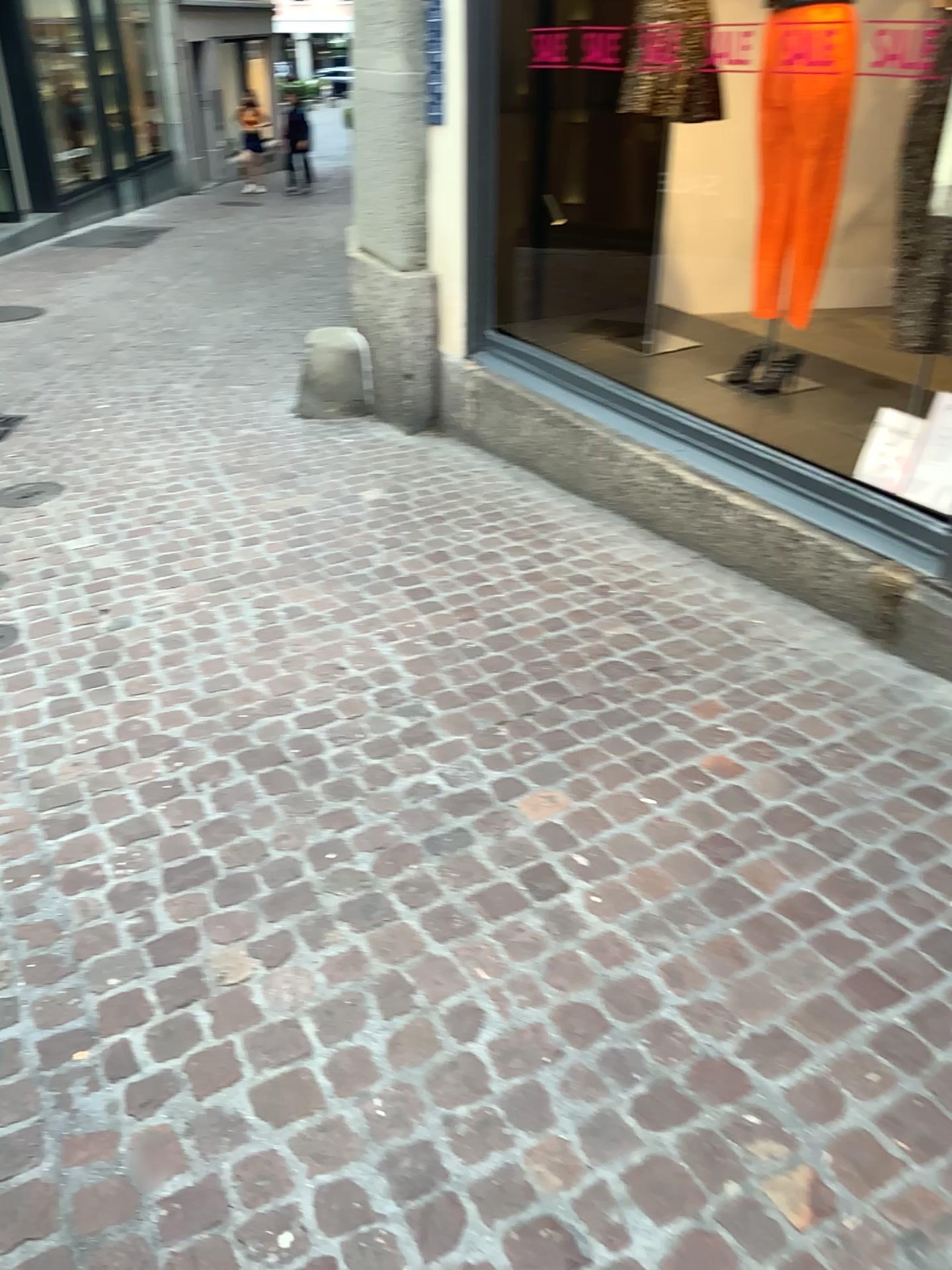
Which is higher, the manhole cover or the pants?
the pants

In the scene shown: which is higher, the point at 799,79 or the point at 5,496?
the point at 799,79

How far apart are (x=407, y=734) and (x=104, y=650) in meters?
1.1

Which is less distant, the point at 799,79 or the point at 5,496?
the point at 799,79

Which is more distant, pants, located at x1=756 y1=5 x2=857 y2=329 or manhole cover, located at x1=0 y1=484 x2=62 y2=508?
manhole cover, located at x1=0 y1=484 x2=62 y2=508
